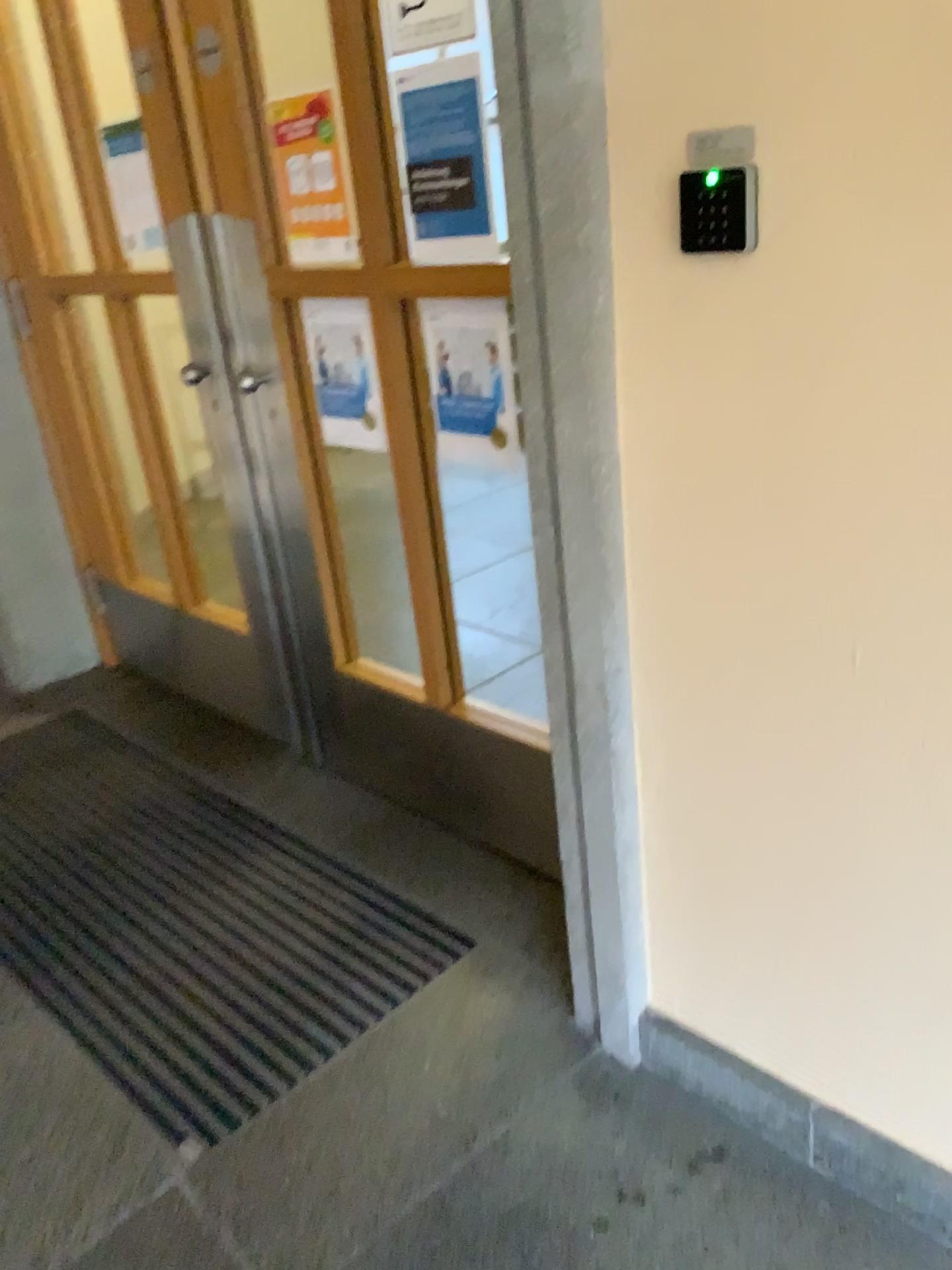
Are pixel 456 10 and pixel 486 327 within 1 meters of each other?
yes

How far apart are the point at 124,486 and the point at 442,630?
1.51m

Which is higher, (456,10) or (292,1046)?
(456,10)

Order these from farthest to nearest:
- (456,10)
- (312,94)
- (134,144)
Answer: (134,144) → (312,94) → (456,10)

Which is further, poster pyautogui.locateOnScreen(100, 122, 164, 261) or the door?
poster pyautogui.locateOnScreen(100, 122, 164, 261)

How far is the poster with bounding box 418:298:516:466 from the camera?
1.8m

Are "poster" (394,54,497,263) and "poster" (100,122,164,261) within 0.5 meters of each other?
no

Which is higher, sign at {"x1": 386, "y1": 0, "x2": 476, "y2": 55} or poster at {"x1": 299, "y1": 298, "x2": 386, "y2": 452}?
sign at {"x1": 386, "y1": 0, "x2": 476, "y2": 55}

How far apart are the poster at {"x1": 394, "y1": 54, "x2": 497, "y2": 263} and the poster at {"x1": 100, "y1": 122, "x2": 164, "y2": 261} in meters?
1.1 m

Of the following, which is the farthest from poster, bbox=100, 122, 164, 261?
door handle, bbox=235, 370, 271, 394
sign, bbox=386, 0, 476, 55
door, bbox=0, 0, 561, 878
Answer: sign, bbox=386, 0, 476, 55
